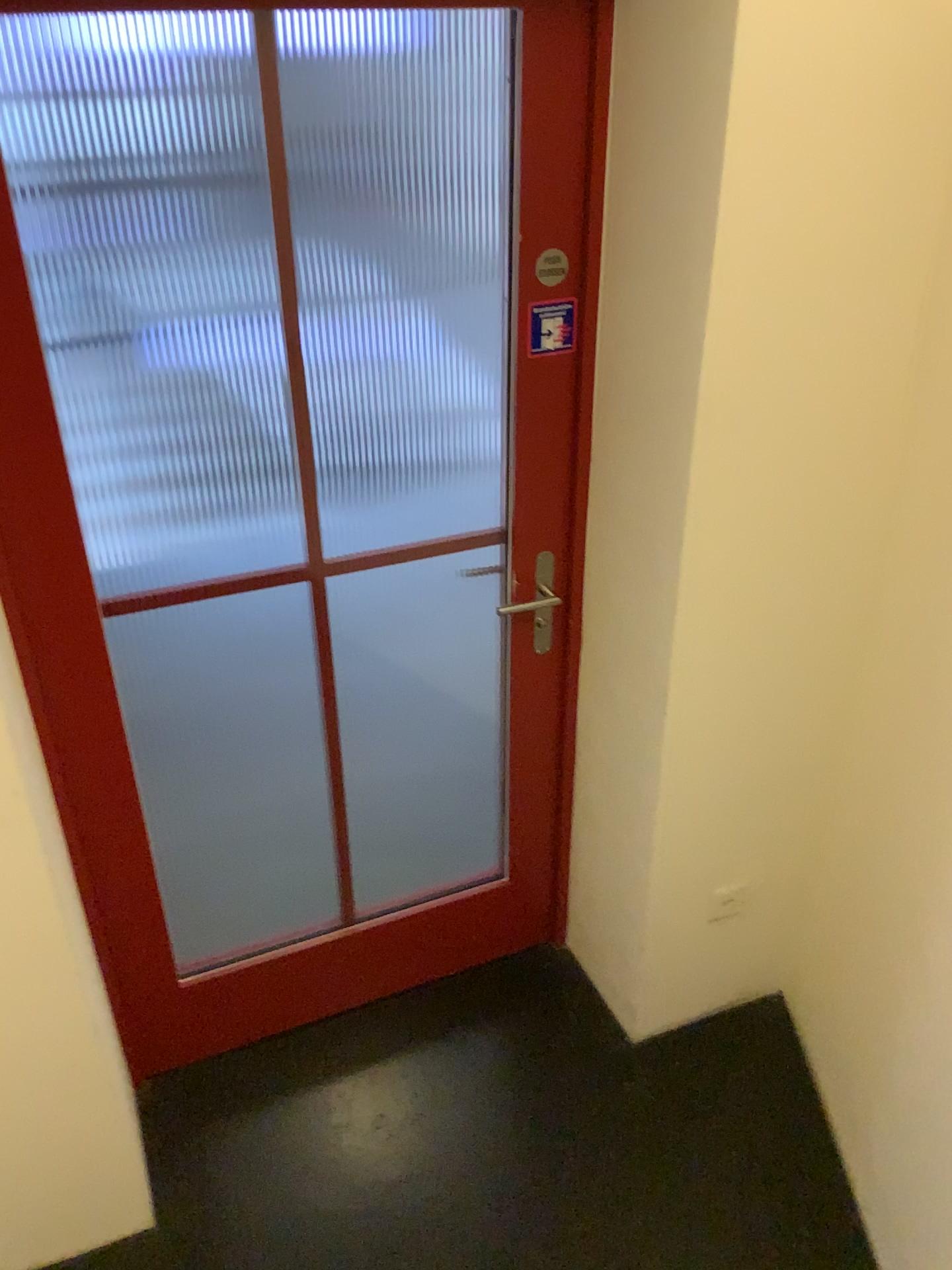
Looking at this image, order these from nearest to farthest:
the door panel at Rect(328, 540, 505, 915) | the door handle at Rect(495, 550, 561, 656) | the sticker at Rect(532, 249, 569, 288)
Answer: the sticker at Rect(532, 249, 569, 288) → the door handle at Rect(495, 550, 561, 656) → the door panel at Rect(328, 540, 505, 915)

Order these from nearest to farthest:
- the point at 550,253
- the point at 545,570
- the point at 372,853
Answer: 1. the point at 550,253
2. the point at 545,570
3. the point at 372,853

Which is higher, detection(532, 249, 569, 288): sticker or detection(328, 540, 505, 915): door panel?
detection(532, 249, 569, 288): sticker

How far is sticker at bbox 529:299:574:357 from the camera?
1.8m

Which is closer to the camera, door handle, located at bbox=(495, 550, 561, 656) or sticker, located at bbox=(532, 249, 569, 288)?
sticker, located at bbox=(532, 249, 569, 288)

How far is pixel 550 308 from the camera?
1.8 meters

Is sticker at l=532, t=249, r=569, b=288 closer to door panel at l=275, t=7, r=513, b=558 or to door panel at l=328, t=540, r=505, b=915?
door panel at l=275, t=7, r=513, b=558

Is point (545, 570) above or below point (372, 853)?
above

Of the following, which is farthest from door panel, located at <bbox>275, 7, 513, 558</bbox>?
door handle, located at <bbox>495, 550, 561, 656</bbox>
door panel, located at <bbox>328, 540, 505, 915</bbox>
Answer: door handle, located at <bbox>495, 550, 561, 656</bbox>

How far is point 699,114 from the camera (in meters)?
1.44
